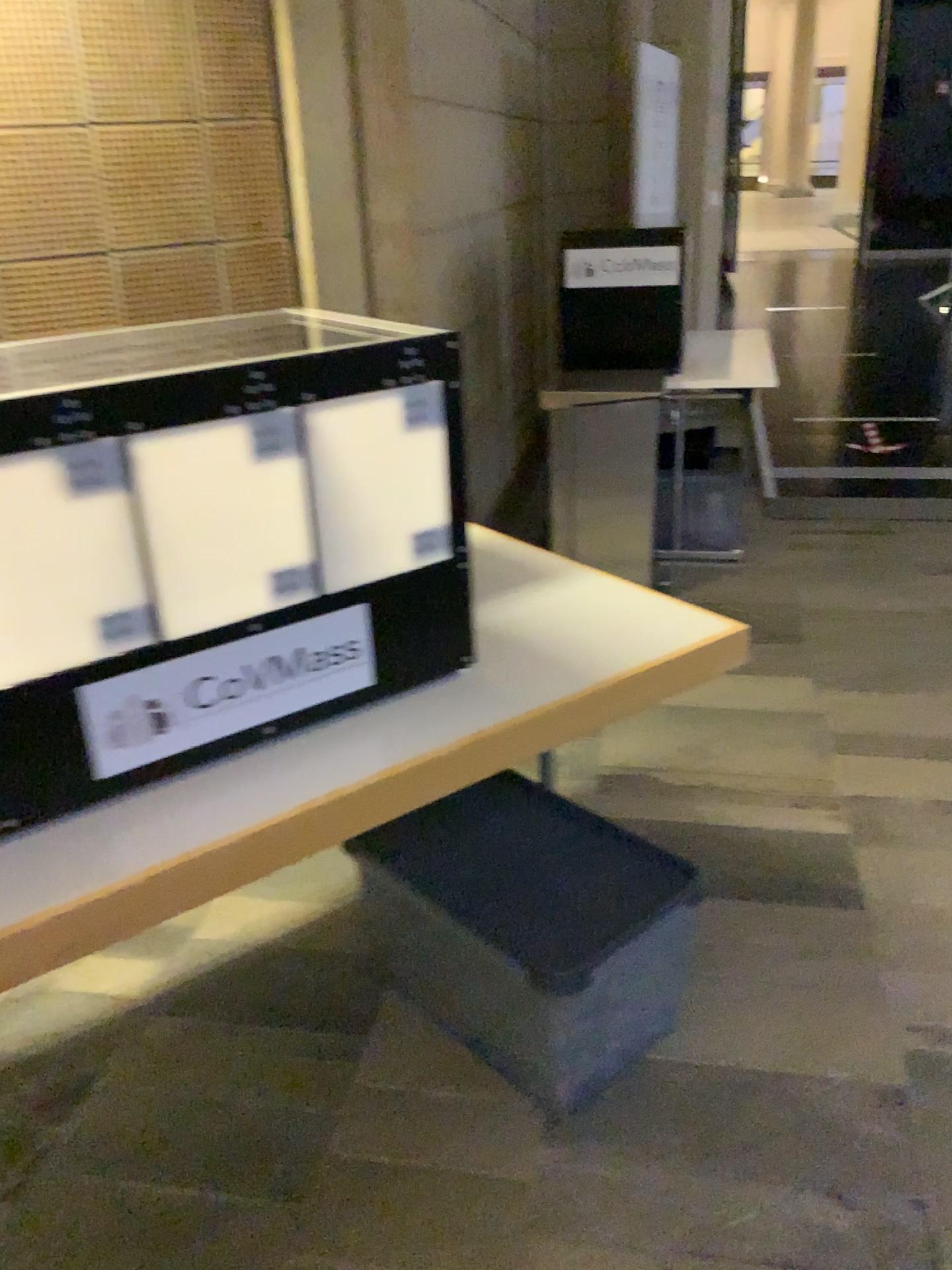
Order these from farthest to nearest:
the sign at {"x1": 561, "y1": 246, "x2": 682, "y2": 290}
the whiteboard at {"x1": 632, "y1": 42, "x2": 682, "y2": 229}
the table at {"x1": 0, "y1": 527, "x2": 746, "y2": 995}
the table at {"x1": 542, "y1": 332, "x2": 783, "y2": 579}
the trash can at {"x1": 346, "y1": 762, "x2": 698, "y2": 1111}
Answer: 1. the whiteboard at {"x1": 632, "y1": 42, "x2": 682, "y2": 229}
2. the sign at {"x1": 561, "y1": 246, "x2": 682, "y2": 290}
3. the table at {"x1": 542, "y1": 332, "x2": 783, "y2": 579}
4. the trash can at {"x1": 346, "y1": 762, "x2": 698, "y2": 1111}
5. the table at {"x1": 0, "y1": 527, "x2": 746, "y2": 995}

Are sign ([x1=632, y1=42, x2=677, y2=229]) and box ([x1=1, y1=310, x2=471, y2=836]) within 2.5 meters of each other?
no

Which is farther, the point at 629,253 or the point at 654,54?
the point at 654,54

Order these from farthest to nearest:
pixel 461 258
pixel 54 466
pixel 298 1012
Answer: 1. pixel 461 258
2. pixel 298 1012
3. pixel 54 466

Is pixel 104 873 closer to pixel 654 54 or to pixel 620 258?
pixel 620 258

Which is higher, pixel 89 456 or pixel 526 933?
pixel 89 456

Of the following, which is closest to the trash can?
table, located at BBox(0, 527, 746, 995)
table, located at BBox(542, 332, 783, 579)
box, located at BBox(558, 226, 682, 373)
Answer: table, located at BBox(0, 527, 746, 995)

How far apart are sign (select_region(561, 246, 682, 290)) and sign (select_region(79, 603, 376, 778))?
2.7 meters

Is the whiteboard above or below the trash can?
above

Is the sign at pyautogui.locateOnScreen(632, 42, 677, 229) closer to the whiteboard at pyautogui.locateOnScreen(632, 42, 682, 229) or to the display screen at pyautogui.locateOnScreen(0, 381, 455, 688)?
the whiteboard at pyautogui.locateOnScreen(632, 42, 682, 229)
